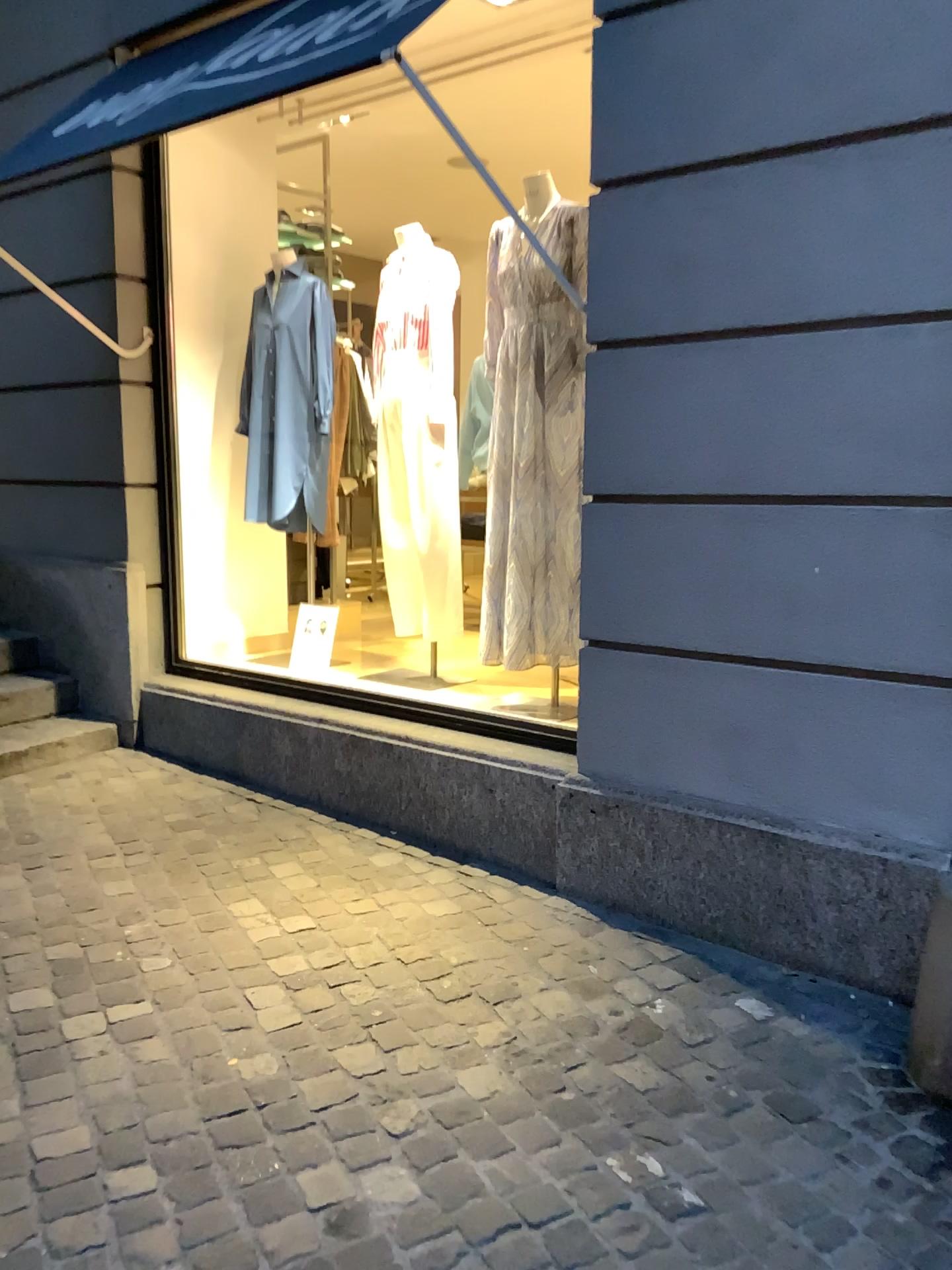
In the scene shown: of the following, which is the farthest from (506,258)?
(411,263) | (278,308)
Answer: (278,308)

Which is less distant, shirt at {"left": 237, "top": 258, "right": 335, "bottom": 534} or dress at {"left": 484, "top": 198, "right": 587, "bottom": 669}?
dress at {"left": 484, "top": 198, "right": 587, "bottom": 669}

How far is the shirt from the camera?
4.3 meters

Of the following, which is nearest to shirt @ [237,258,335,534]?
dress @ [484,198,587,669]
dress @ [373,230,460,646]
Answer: dress @ [373,230,460,646]

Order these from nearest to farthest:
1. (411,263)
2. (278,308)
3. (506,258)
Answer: (506,258)
(411,263)
(278,308)

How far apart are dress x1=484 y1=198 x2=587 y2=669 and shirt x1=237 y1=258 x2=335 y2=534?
1.09m

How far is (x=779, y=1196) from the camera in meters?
1.8 m

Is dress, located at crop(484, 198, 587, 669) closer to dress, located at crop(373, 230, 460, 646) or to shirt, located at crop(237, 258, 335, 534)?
dress, located at crop(373, 230, 460, 646)

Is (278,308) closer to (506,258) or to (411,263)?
(411,263)

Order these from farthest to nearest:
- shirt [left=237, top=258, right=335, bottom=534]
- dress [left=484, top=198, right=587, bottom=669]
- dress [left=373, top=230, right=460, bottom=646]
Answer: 1. shirt [left=237, top=258, right=335, bottom=534]
2. dress [left=373, top=230, right=460, bottom=646]
3. dress [left=484, top=198, right=587, bottom=669]
